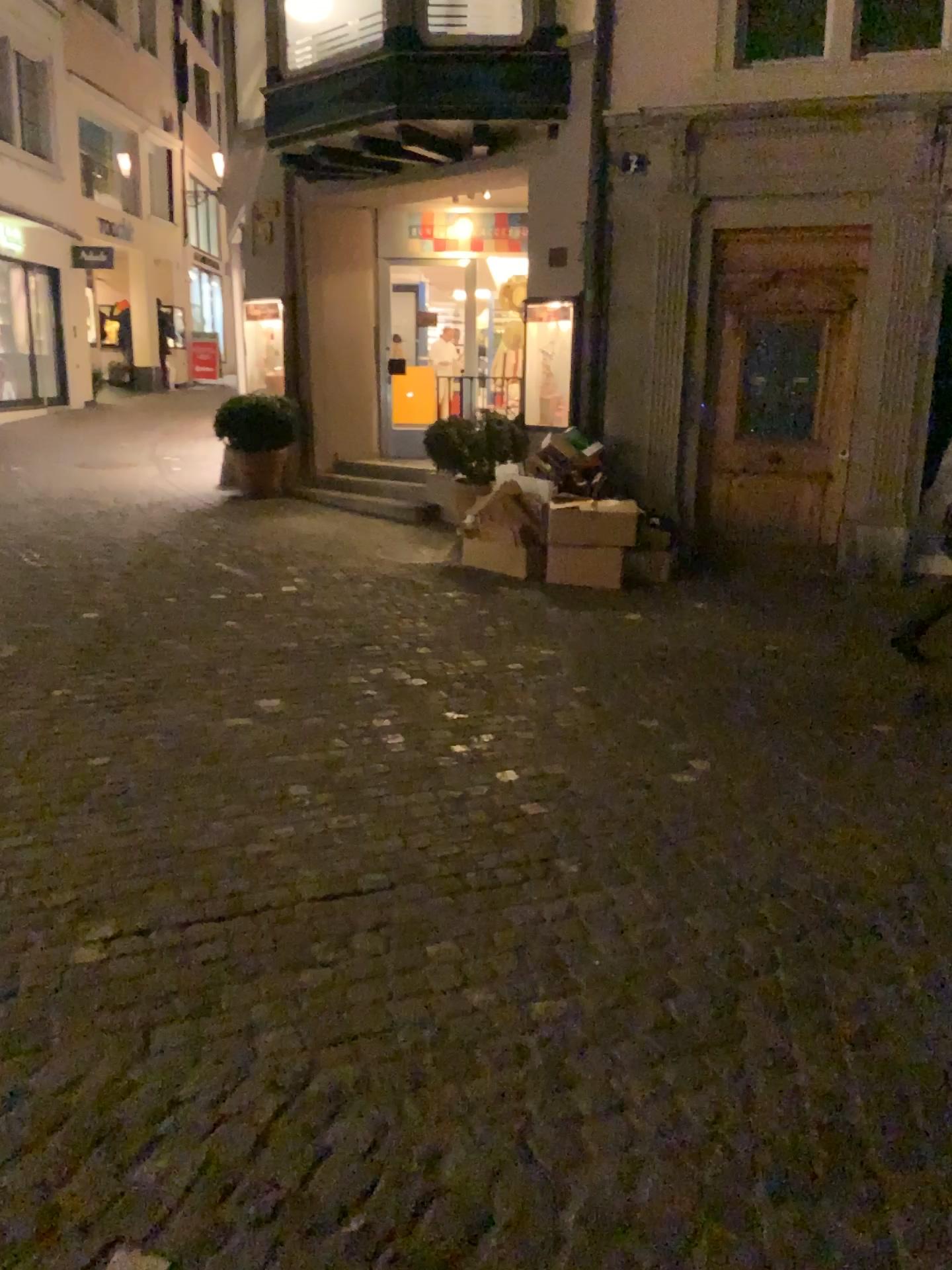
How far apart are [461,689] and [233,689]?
0.99m
